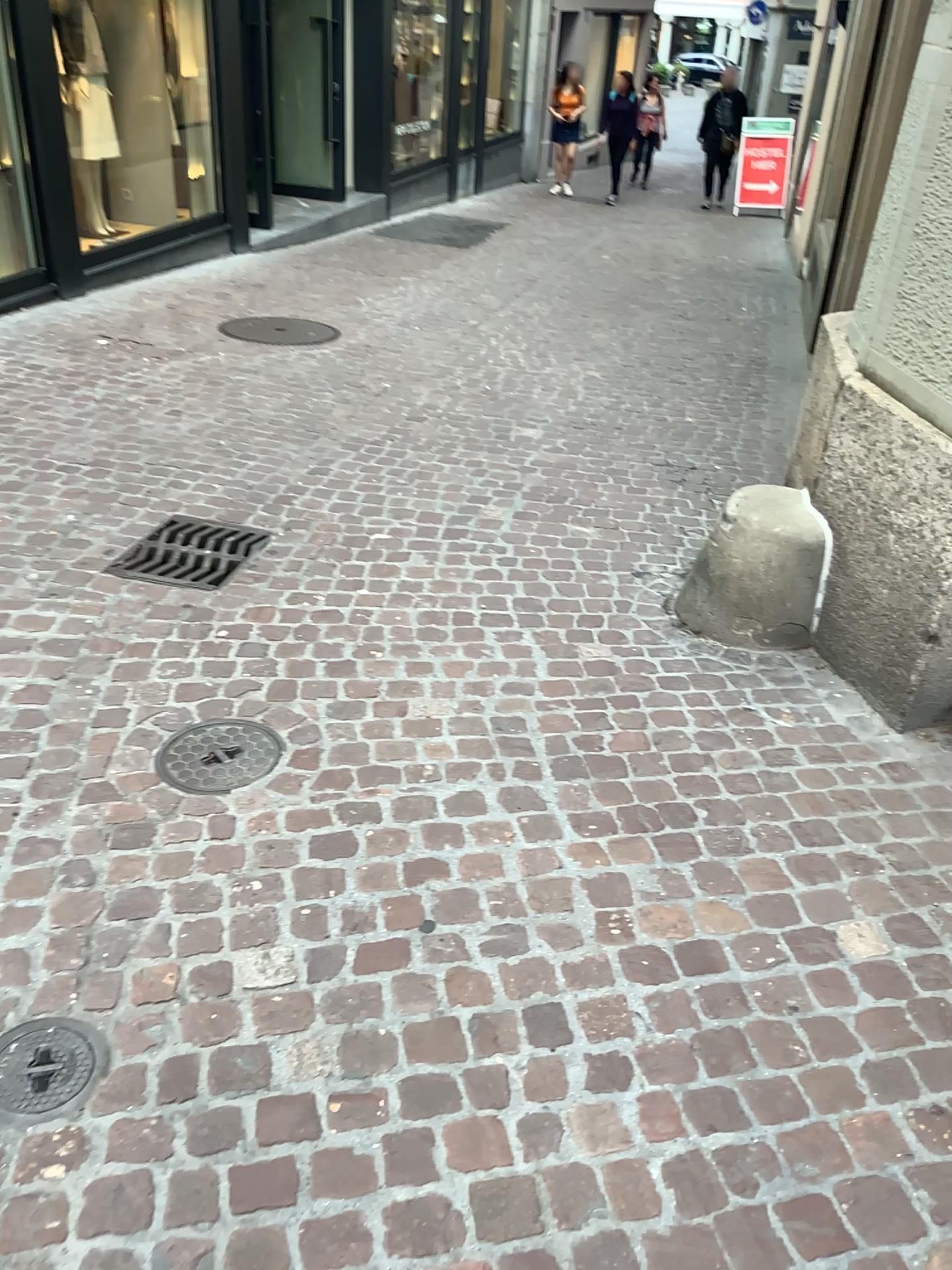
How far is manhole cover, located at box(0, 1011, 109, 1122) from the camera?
1.7 meters

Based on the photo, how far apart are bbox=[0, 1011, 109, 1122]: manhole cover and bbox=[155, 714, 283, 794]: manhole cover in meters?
0.7 m

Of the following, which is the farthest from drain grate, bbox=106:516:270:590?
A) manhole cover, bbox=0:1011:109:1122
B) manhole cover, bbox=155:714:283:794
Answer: manhole cover, bbox=0:1011:109:1122

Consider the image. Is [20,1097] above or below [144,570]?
below

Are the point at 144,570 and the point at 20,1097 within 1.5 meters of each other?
no

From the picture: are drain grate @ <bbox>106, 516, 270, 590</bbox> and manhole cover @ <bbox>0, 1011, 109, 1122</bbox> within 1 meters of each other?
no

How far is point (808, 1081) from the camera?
1.7m

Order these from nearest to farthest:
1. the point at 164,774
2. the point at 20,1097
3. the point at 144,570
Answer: the point at 20,1097
the point at 164,774
the point at 144,570

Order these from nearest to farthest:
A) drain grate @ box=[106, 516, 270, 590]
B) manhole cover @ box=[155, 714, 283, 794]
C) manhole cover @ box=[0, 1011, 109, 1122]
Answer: manhole cover @ box=[0, 1011, 109, 1122]
manhole cover @ box=[155, 714, 283, 794]
drain grate @ box=[106, 516, 270, 590]

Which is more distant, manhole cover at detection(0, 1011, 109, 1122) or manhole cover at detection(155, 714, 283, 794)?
manhole cover at detection(155, 714, 283, 794)
